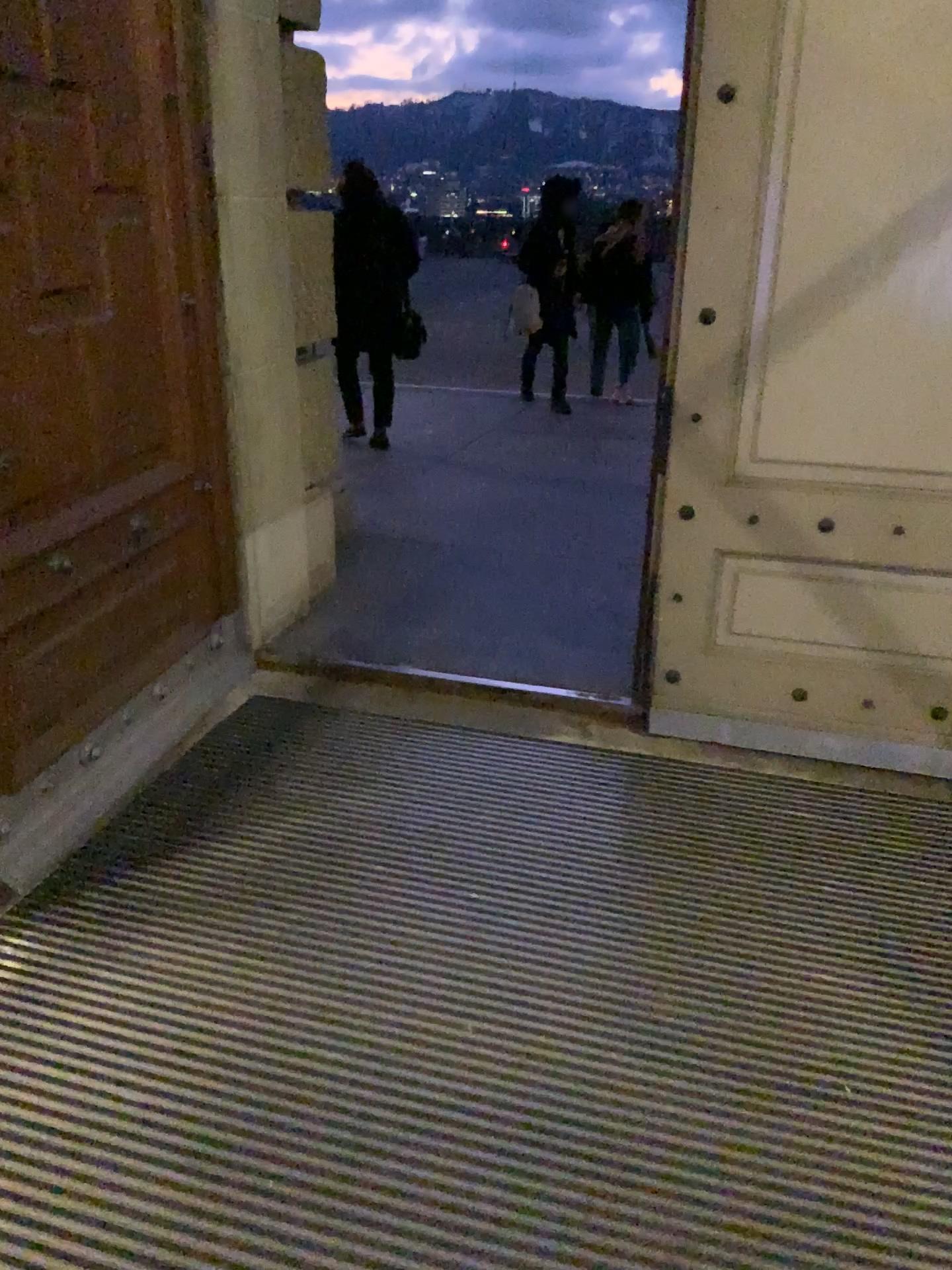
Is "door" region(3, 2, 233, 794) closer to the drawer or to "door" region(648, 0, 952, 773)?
the drawer

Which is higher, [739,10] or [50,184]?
[739,10]

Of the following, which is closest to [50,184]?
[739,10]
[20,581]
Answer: [20,581]

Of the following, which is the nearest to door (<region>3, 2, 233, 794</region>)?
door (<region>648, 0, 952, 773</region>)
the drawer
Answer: the drawer

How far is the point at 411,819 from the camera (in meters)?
2.76

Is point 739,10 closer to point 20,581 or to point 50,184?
point 50,184
